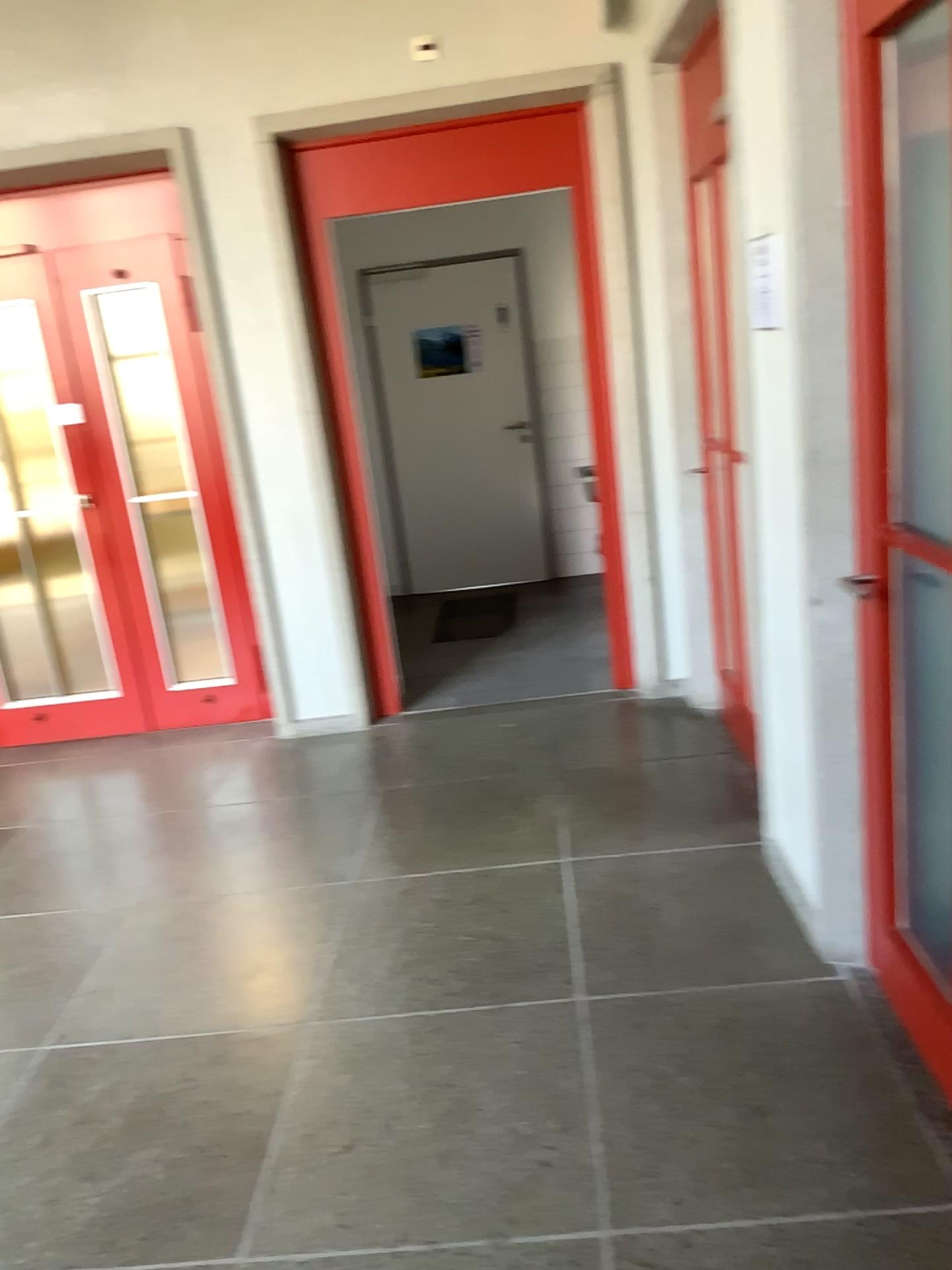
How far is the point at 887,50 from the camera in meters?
2.0 m

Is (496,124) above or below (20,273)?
above

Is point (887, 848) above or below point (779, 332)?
below

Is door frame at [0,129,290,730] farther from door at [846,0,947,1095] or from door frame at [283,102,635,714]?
door at [846,0,947,1095]

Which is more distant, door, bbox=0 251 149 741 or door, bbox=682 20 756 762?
door, bbox=0 251 149 741

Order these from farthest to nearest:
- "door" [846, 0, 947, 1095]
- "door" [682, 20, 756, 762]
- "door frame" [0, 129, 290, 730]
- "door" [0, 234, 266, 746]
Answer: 1. "door" [0, 234, 266, 746]
2. "door frame" [0, 129, 290, 730]
3. "door" [682, 20, 756, 762]
4. "door" [846, 0, 947, 1095]

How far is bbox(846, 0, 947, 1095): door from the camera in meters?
2.0

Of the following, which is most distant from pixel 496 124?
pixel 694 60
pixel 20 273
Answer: pixel 20 273

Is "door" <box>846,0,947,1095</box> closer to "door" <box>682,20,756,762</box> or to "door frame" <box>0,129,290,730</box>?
"door" <box>682,20,756,762</box>

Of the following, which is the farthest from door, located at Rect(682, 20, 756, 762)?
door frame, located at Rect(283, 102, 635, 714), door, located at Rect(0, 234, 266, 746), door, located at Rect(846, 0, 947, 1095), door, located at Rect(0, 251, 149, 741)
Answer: door, located at Rect(0, 251, 149, 741)
